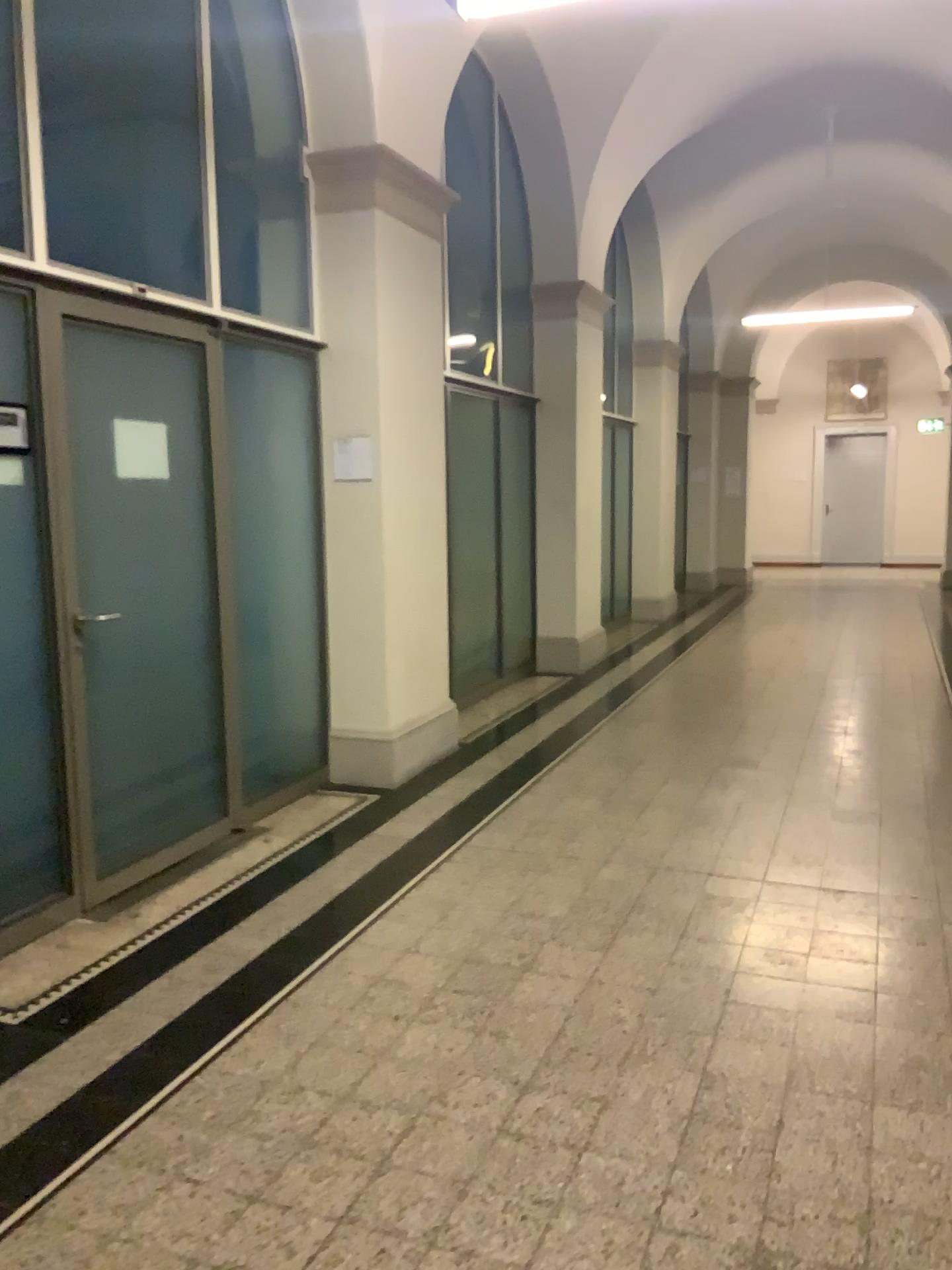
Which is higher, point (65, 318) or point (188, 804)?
point (65, 318)
